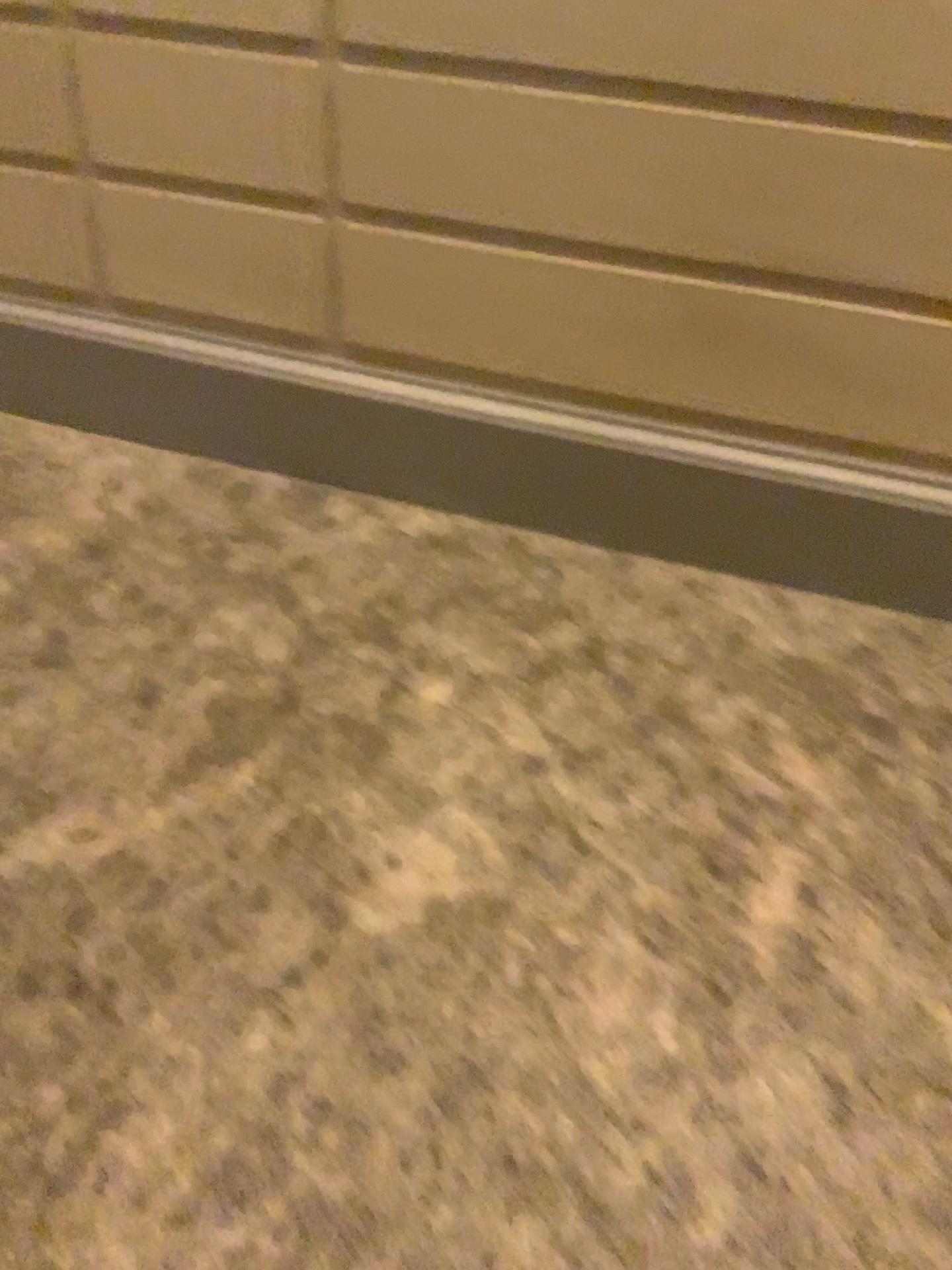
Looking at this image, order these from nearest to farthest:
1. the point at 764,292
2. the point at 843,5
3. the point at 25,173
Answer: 1. the point at 843,5
2. the point at 764,292
3. the point at 25,173

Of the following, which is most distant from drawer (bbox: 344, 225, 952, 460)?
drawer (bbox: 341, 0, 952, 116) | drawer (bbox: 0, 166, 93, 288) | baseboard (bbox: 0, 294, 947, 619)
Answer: drawer (bbox: 0, 166, 93, 288)

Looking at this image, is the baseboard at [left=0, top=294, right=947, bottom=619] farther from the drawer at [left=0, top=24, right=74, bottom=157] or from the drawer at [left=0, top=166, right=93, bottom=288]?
the drawer at [left=0, top=24, right=74, bottom=157]

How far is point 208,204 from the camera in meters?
2.3 m

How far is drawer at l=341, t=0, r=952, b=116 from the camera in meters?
1.8

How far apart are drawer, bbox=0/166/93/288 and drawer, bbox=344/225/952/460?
0.7m

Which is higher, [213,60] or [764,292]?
[213,60]

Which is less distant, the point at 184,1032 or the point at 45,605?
the point at 184,1032

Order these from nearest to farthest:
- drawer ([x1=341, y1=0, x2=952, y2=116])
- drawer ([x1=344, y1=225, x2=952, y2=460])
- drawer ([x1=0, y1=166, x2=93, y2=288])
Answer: drawer ([x1=341, y1=0, x2=952, y2=116]) < drawer ([x1=344, y1=225, x2=952, y2=460]) < drawer ([x1=0, y1=166, x2=93, y2=288])

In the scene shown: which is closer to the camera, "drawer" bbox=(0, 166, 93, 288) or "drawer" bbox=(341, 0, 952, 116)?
"drawer" bbox=(341, 0, 952, 116)
